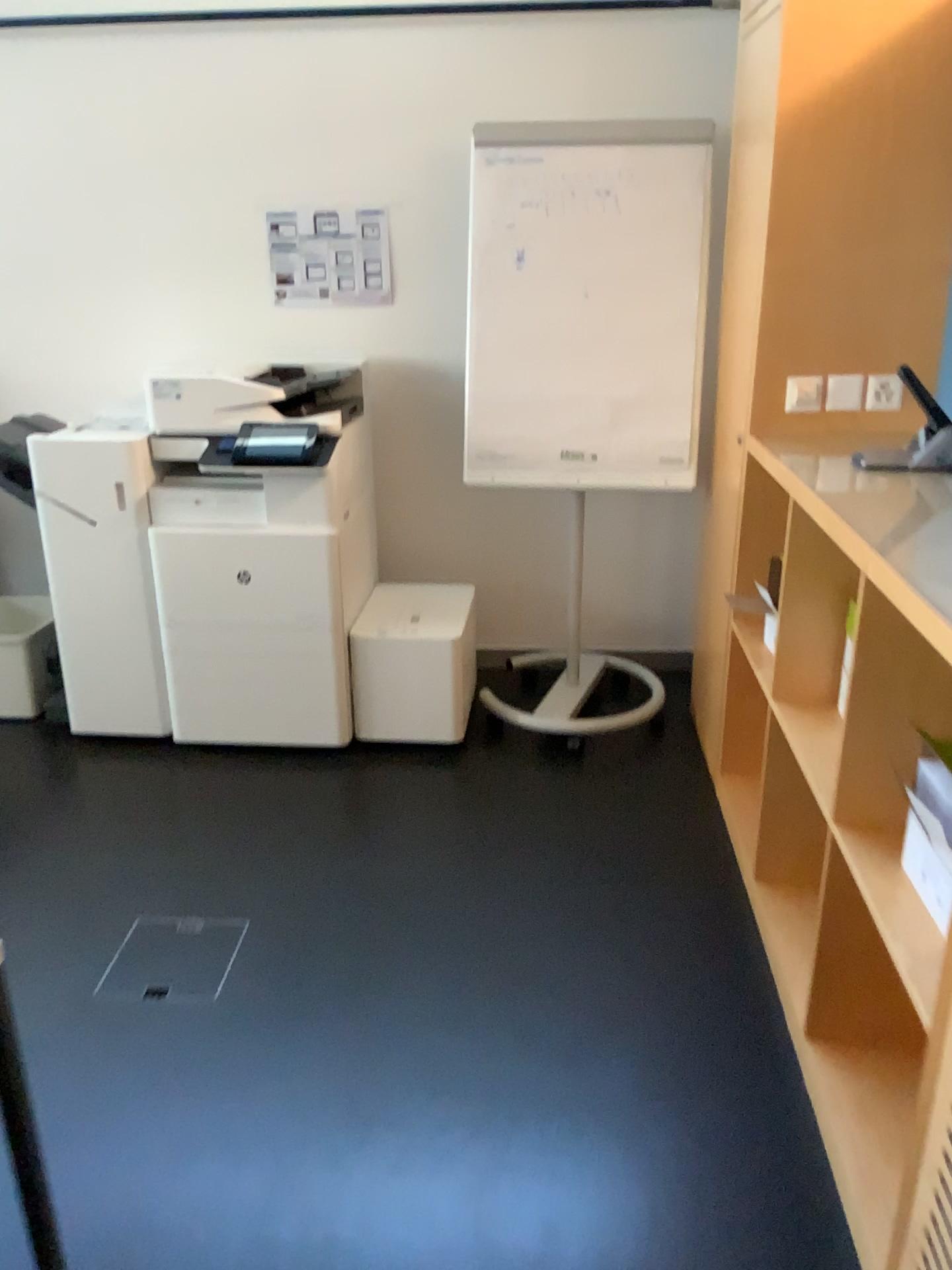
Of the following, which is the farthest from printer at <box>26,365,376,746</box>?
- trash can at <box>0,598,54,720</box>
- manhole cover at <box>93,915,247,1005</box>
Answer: manhole cover at <box>93,915,247,1005</box>

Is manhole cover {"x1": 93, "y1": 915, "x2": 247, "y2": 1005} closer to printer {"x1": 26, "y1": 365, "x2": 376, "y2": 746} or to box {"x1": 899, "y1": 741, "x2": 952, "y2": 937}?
printer {"x1": 26, "y1": 365, "x2": 376, "y2": 746}

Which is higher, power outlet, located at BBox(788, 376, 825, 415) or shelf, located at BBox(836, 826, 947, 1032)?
power outlet, located at BBox(788, 376, 825, 415)

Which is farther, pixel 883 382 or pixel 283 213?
pixel 283 213

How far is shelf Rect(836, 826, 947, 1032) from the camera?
1.5 meters

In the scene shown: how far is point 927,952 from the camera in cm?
148

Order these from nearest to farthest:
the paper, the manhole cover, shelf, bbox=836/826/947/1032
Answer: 1. shelf, bbox=836/826/947/1032
2. the manhole cover
3. the paper

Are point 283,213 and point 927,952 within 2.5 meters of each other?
no

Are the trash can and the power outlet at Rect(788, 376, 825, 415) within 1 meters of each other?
no

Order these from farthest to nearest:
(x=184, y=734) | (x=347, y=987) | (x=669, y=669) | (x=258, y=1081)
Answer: (x=669, y=669) < (x=184, y=734) < (x=347, y=987) < (x=258, y=1081)
